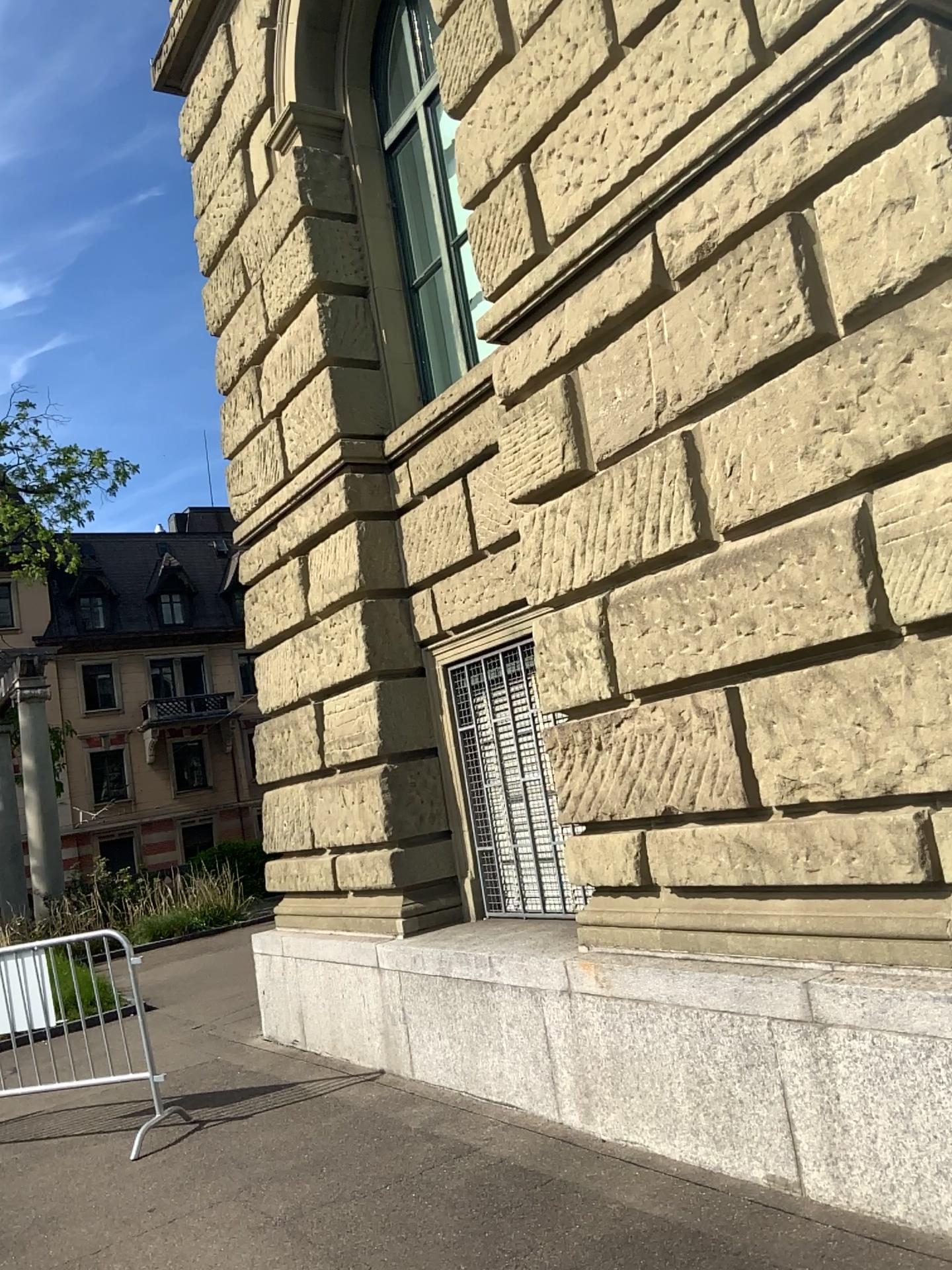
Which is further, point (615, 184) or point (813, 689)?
point (615, 184)
